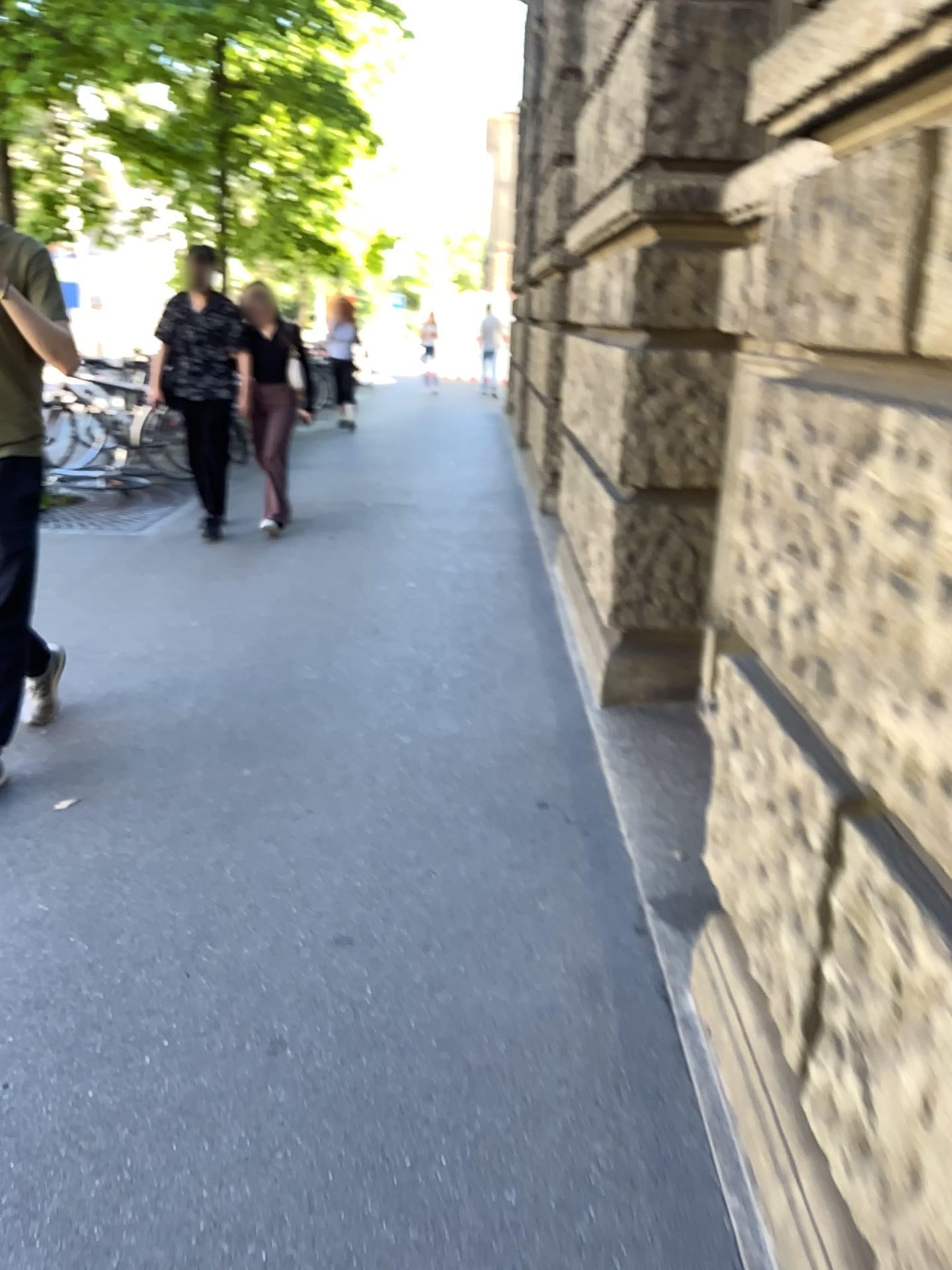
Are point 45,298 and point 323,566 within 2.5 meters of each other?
no
